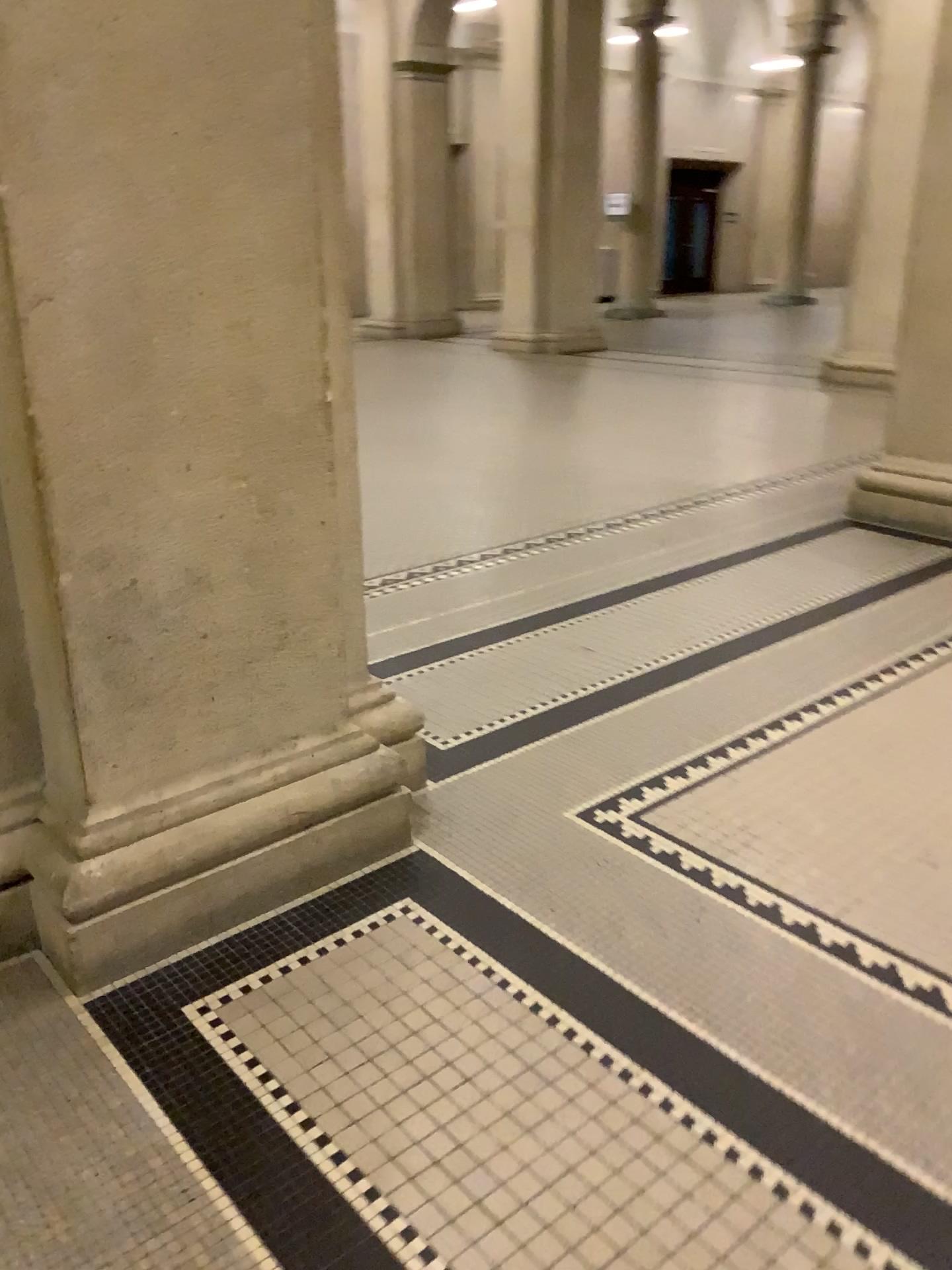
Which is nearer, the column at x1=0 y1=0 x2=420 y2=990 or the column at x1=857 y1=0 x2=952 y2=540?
the column at x1=0 y1=0 x2=420 y2=990

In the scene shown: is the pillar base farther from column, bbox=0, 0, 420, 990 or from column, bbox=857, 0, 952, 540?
column, bbox=0, 0, 420, 990

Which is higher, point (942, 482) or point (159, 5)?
point (159, 5)

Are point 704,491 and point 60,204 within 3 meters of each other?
no

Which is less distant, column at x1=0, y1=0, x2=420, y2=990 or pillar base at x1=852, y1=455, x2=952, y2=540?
column at x1=0, y1=0, x2=420, y2=990

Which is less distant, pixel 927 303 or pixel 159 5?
pixel 159 5

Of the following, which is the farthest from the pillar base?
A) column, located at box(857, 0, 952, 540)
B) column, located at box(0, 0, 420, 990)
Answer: column, located at box(0, 0, 420, 990)

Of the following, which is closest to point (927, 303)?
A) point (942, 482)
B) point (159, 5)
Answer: point (942, 482)
